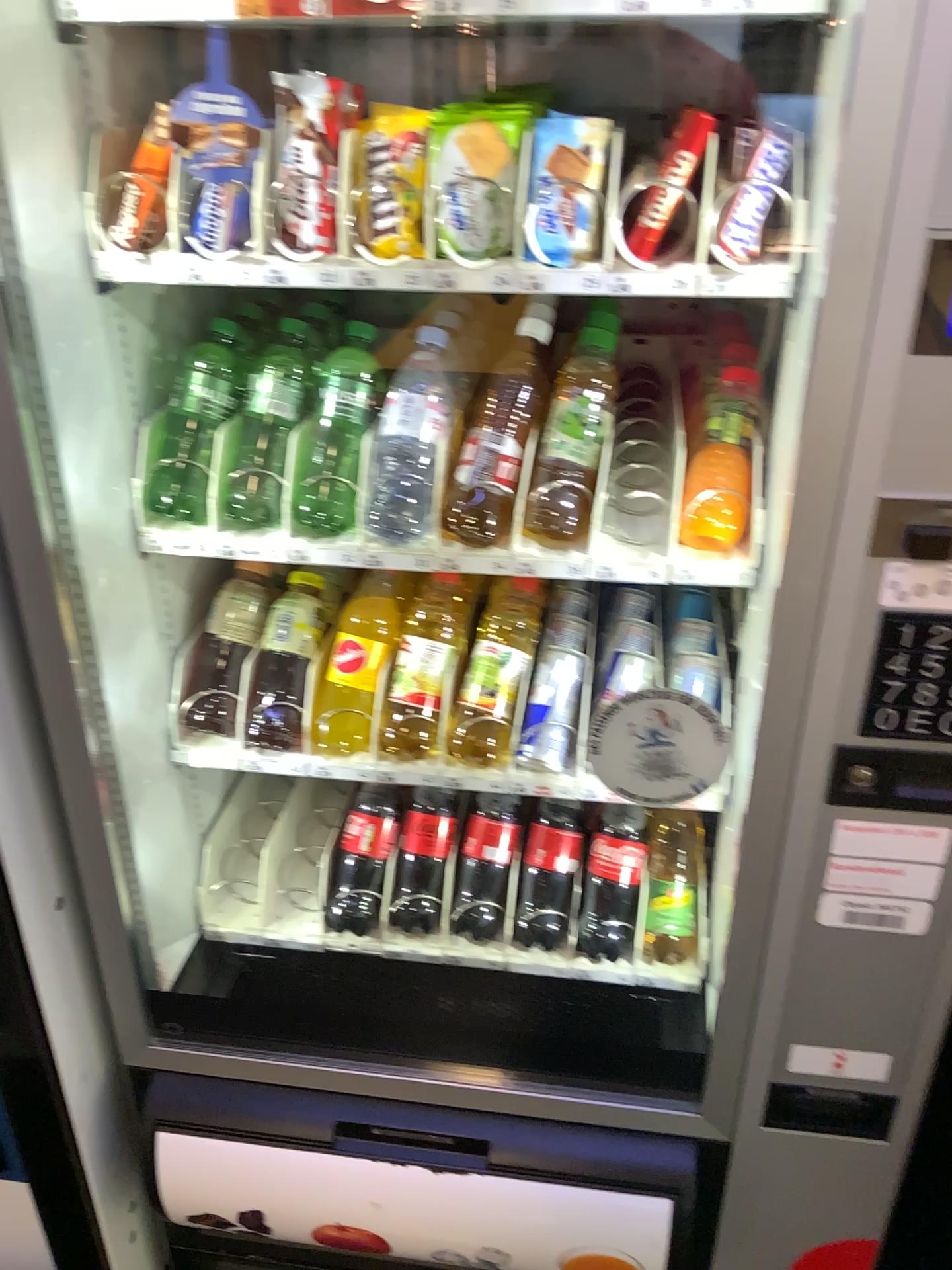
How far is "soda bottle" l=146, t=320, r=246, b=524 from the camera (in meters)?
1.12

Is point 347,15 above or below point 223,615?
above

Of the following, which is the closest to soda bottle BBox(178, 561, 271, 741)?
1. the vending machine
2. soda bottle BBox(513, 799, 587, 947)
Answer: the vending machine

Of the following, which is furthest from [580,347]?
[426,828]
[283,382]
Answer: [426,828]

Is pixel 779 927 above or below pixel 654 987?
above

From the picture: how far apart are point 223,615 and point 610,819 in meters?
0.5 m

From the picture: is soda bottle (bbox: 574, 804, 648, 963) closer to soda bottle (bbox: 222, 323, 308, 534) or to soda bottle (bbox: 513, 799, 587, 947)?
soda bottle (bbox: 513, 799, 587, 947)

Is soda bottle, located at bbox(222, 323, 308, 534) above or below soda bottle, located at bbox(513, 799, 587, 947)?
above

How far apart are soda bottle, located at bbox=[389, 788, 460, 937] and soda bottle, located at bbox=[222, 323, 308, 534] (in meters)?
0.43

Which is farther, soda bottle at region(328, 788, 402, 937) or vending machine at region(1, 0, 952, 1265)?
soda bottle at region(328, 788, 402, 937)
